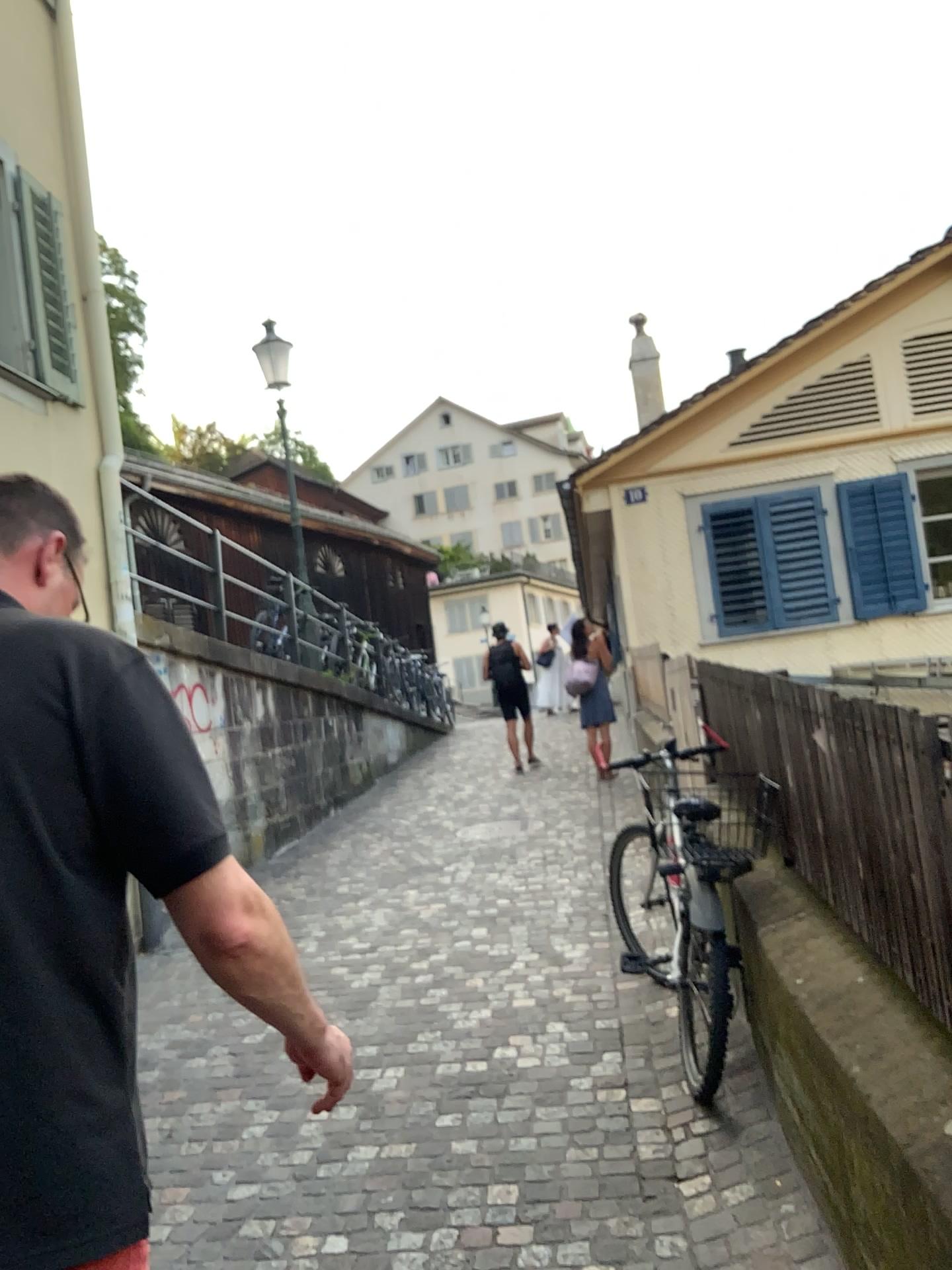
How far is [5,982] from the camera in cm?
101

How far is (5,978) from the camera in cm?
101

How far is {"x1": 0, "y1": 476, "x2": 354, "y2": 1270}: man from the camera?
1.0m

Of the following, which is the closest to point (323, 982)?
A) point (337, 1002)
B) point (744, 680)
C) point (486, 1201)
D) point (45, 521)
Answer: point (337, 1002)

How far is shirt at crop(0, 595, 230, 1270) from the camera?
1.01m
